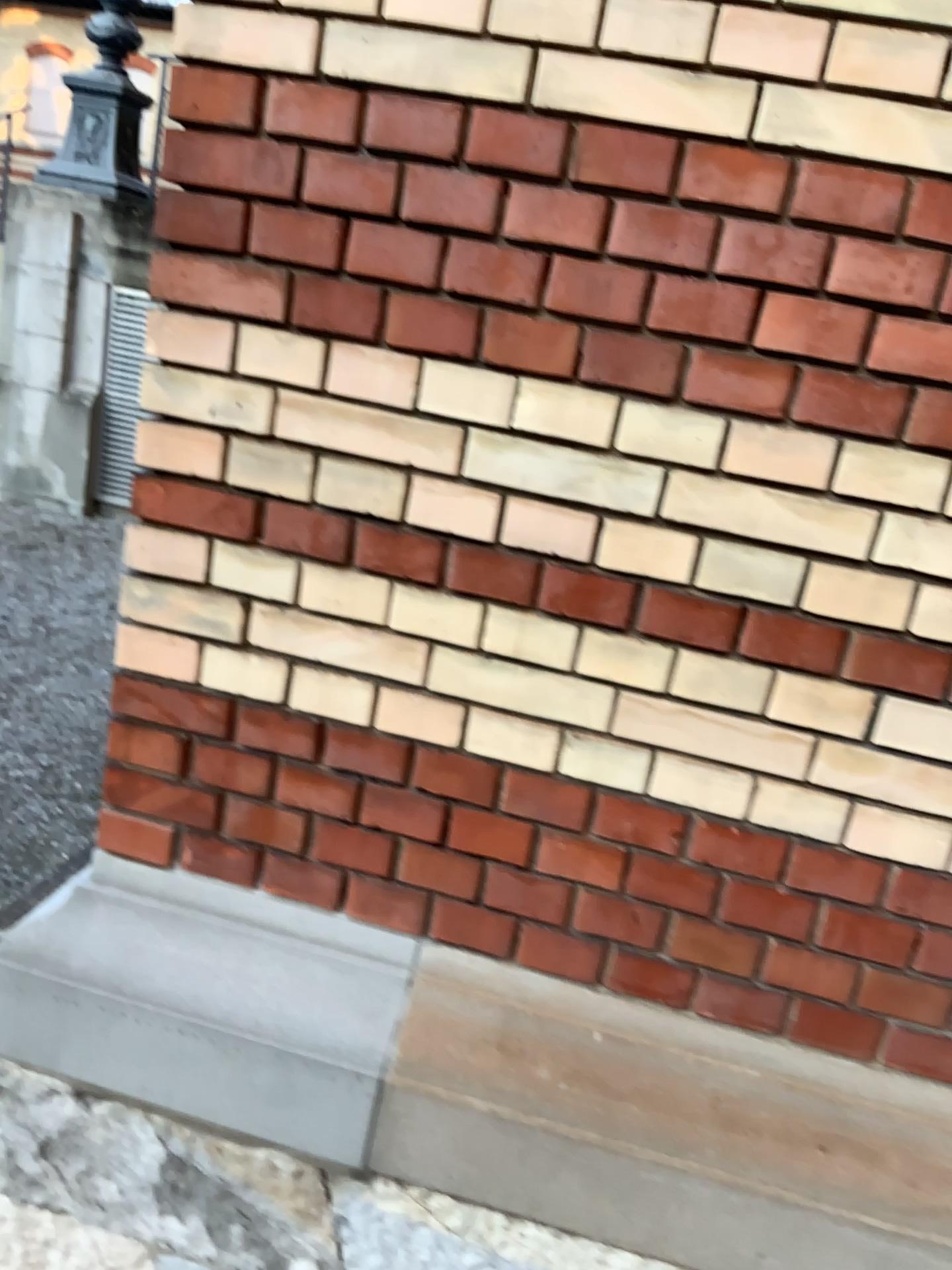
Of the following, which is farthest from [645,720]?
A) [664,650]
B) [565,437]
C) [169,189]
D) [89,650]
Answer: [89,650]
